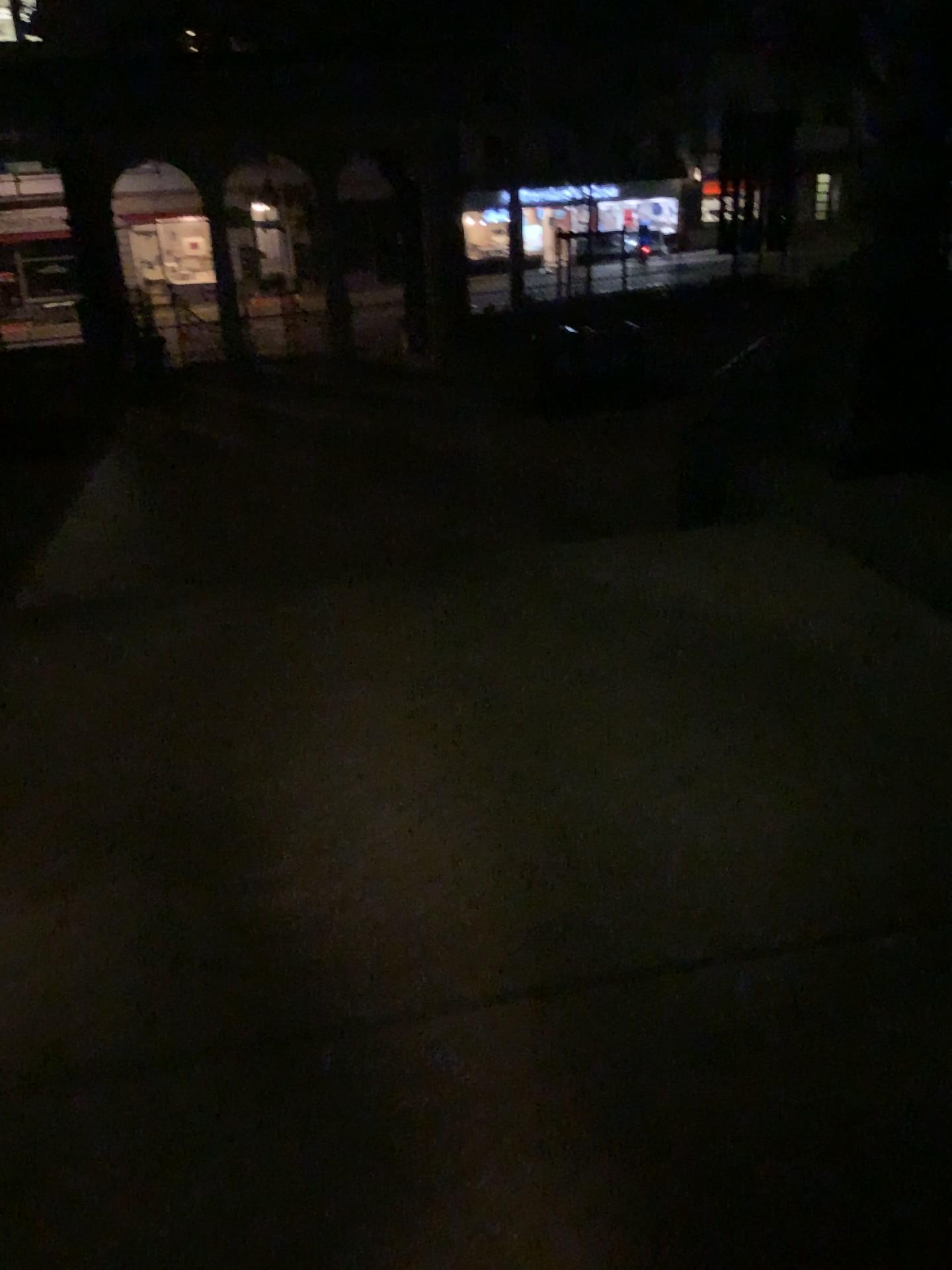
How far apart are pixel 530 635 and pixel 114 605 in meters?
1.6 m
